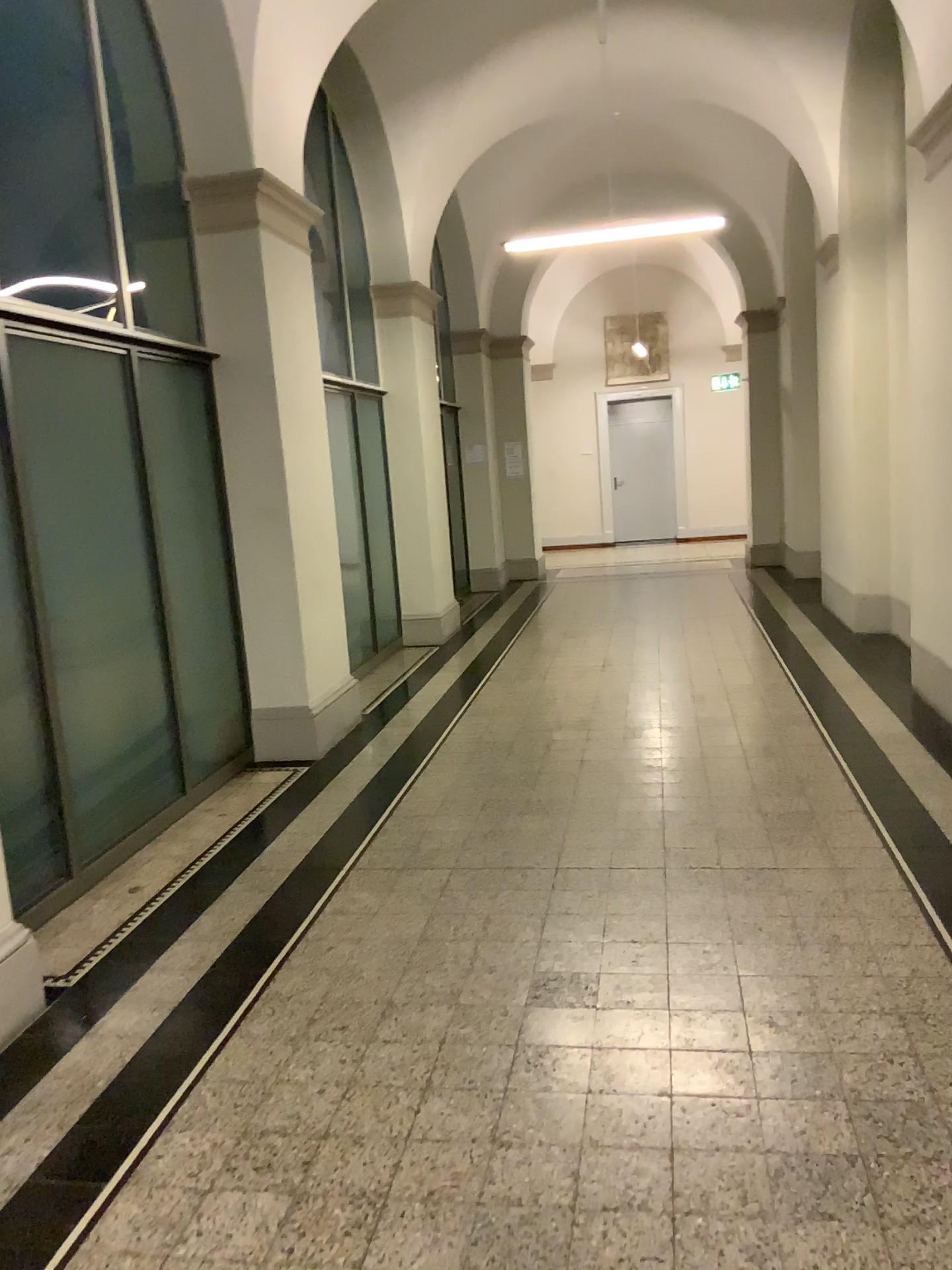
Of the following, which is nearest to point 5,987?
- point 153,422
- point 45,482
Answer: point 45,482

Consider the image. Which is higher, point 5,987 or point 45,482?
point 45,482

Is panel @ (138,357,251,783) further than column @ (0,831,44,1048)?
Yes

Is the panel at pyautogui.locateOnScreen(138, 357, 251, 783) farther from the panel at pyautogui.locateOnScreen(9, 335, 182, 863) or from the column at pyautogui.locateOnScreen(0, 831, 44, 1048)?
the column at pyautogui.locateOnScreen(0, 831, 44, 1048)

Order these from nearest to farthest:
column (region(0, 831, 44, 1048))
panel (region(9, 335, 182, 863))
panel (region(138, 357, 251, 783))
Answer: column (region(0, 831, 44, 1048))
panel (region(9, 335, 182, 863))
panel (region(138, 357, 251, 783))

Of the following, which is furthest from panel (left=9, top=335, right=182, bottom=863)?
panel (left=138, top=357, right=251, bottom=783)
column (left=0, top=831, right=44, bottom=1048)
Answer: column (left=0, top=831, right=44, bottom=1048)

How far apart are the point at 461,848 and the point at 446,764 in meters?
1.2 m

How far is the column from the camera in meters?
2.9 m

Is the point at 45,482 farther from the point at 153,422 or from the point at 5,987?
the point at 5,987
